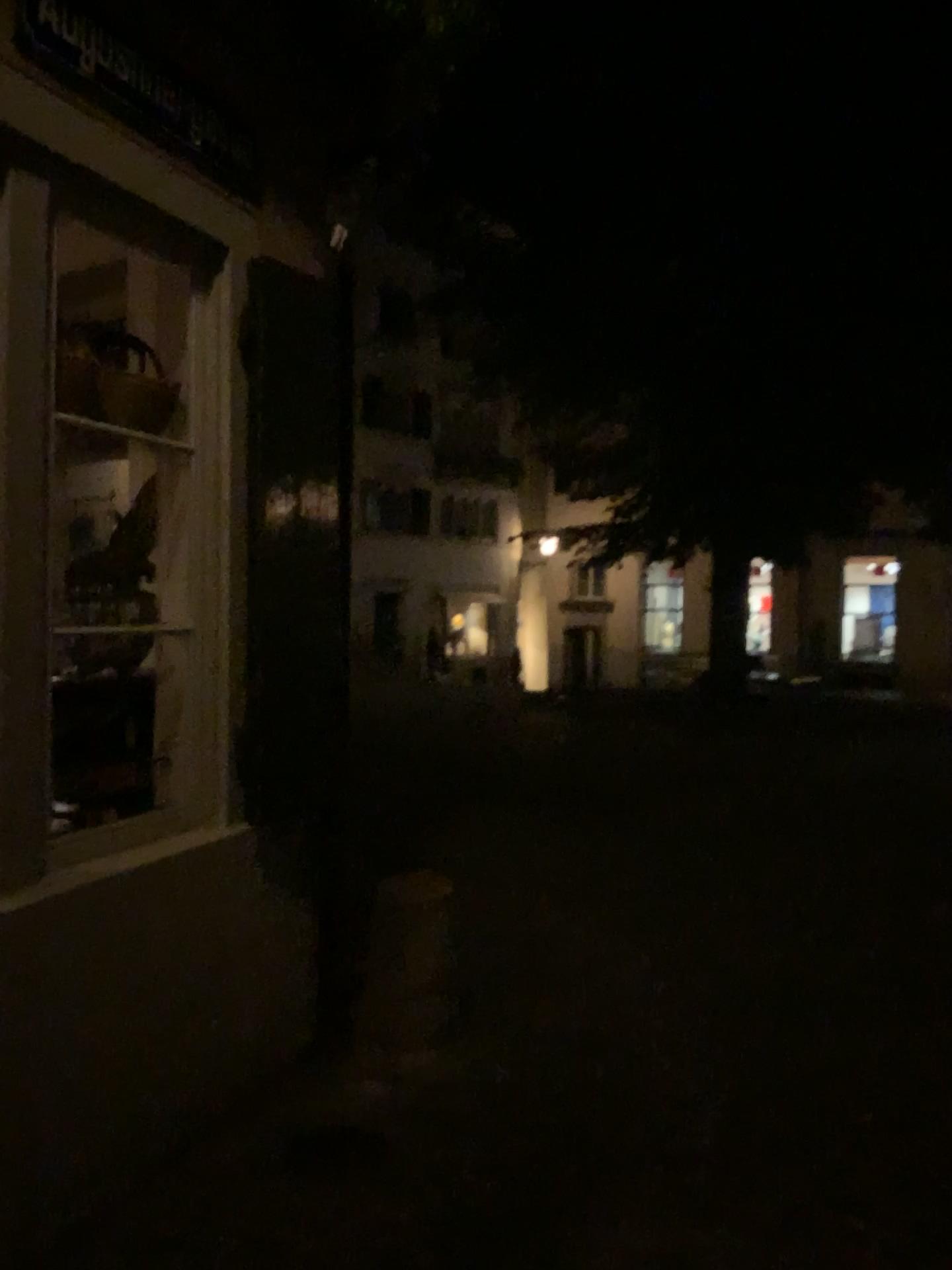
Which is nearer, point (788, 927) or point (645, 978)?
point (645, 978)
